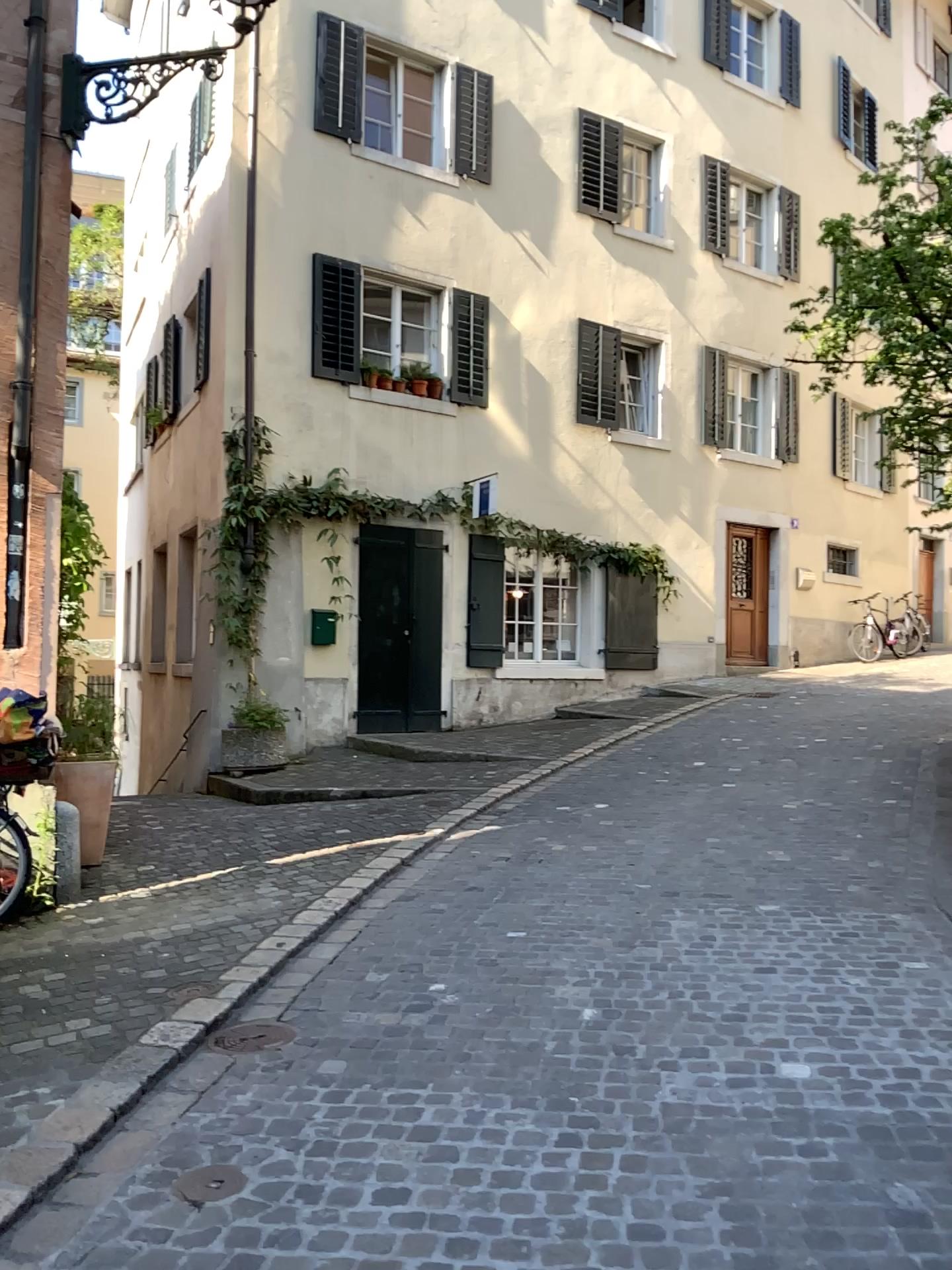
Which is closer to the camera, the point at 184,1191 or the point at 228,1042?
the point at 184,1191

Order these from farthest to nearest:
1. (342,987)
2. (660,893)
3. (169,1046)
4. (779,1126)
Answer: (660,893) < (342,987) < (169,1046) < (779,1126)

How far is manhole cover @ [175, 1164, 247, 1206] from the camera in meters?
2.6

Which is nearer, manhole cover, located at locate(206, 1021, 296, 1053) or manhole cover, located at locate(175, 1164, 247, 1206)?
manhole cover, located at locate(175, 1164, 247, 1206)

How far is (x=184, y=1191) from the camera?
2.6 meters
